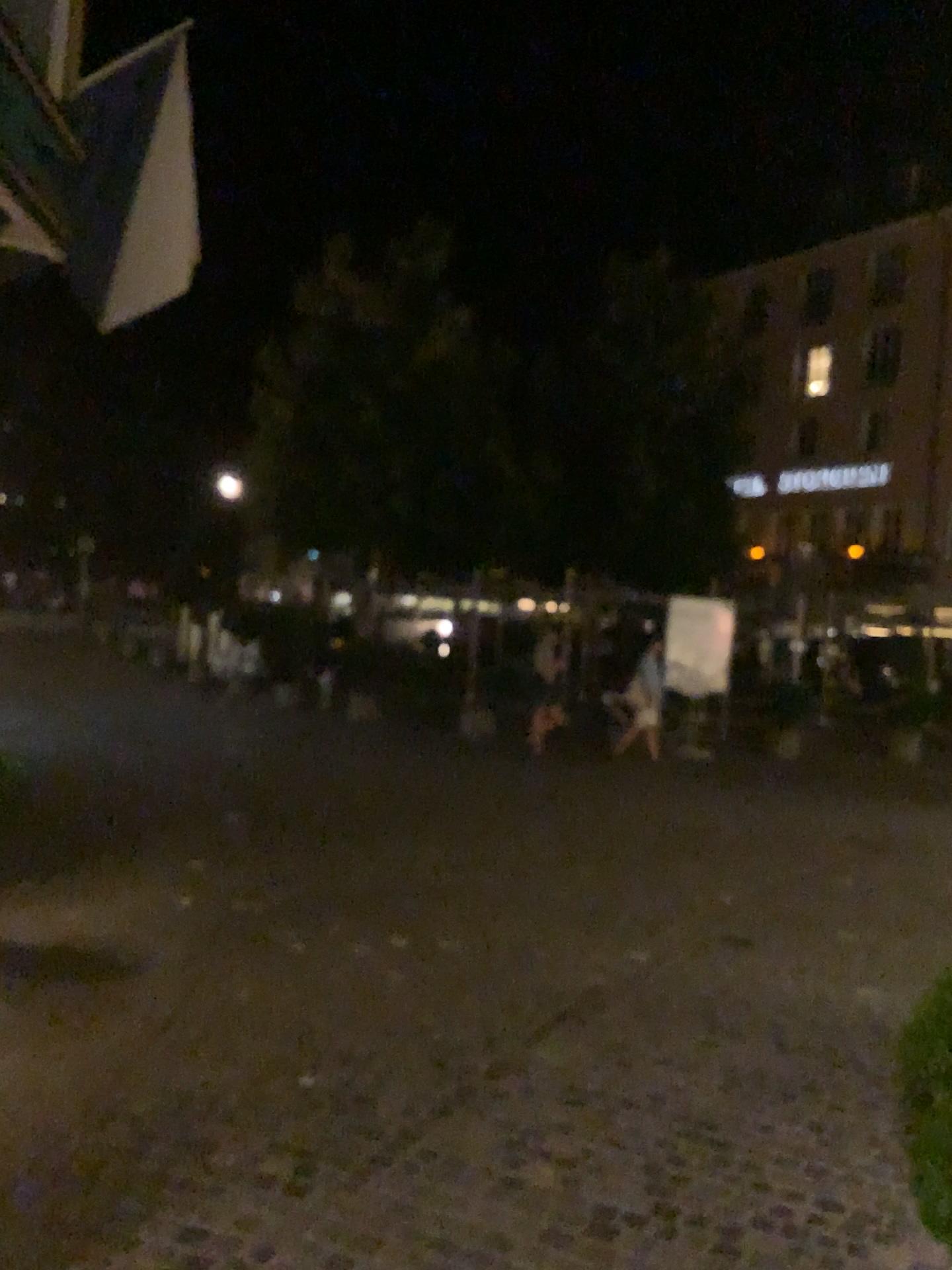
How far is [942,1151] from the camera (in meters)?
1.73

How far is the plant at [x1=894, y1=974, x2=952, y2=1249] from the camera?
1.7m

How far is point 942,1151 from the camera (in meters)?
1.73

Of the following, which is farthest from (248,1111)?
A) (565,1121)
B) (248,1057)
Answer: (565,1121)

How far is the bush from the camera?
→ 1.7 meters
